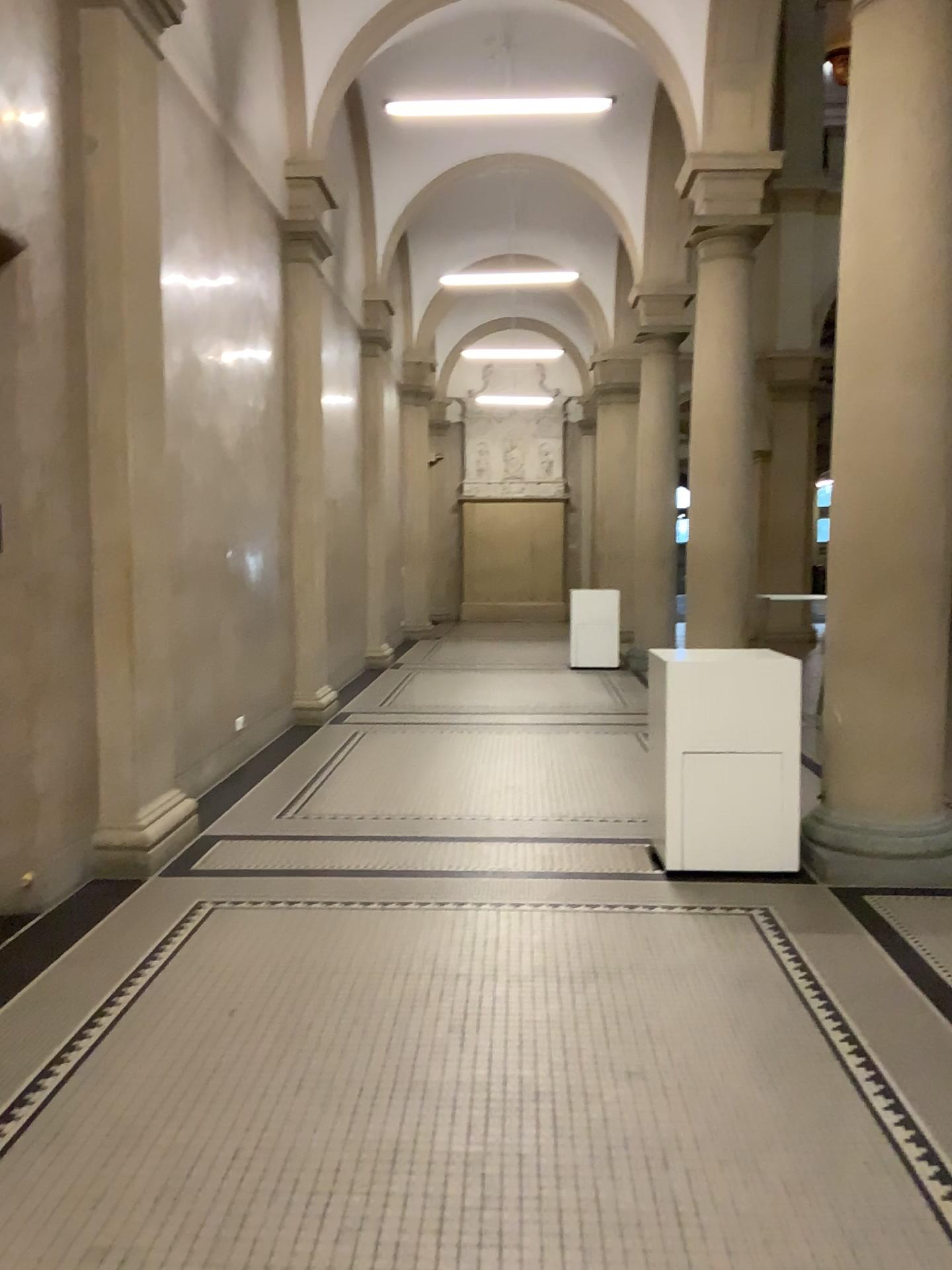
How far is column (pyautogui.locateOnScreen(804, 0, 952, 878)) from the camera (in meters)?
4.66

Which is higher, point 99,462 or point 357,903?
point 99,462

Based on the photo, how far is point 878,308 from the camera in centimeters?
466cm
